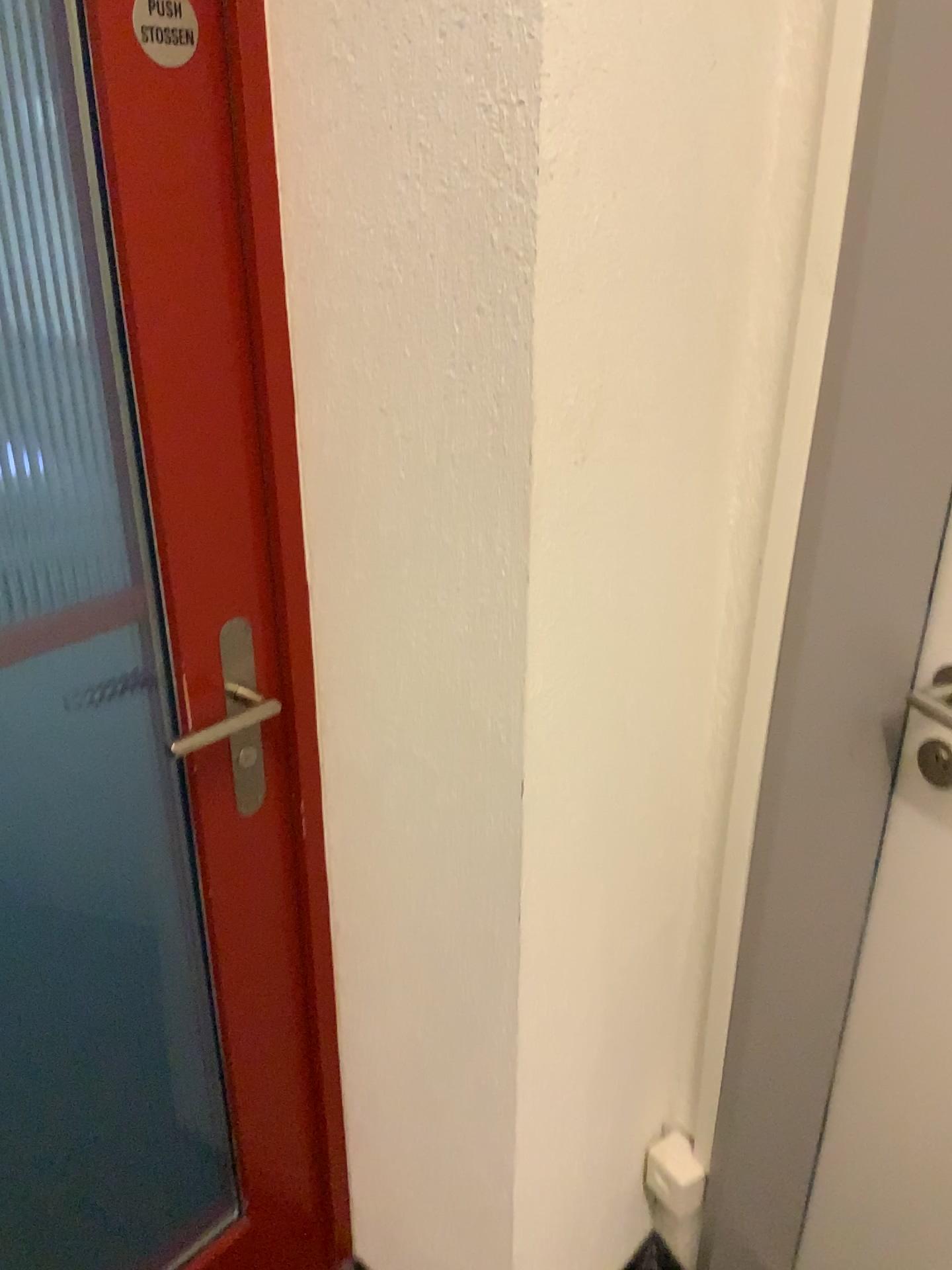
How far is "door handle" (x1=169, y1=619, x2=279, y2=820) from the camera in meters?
1.1 m

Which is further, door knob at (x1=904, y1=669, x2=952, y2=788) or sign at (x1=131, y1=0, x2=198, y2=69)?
door knob at (x1=904, y1=669, x2=952, y2=788)

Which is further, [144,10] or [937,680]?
[937,680]

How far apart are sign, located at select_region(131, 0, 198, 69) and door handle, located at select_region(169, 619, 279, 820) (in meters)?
0.50

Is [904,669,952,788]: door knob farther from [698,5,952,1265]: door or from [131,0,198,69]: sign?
[131,0,198,69]: sign

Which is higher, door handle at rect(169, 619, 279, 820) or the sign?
the sign

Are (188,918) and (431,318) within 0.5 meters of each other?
no

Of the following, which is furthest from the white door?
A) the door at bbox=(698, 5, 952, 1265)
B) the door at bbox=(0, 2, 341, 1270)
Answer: the door at bbox=(0, 2, 341, 1270)

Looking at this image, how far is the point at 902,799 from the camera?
1.2m

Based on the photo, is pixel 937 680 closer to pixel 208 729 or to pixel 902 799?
pixel 902 799
